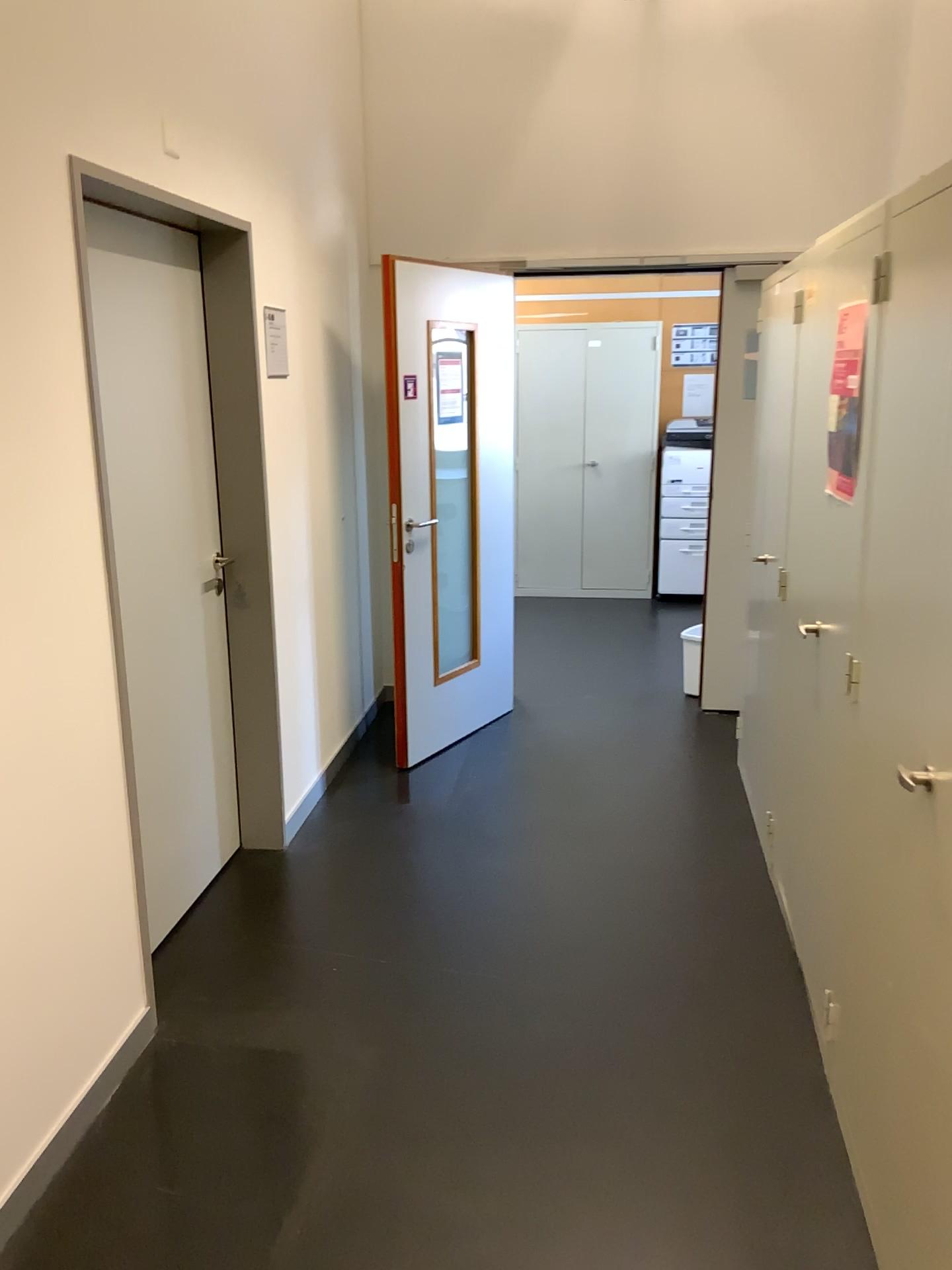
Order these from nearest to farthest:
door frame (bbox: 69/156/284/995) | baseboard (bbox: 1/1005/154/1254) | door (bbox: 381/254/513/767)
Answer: baseboard (bbox: 1/1005/154/1254)
door frame (bbox: 69/156/284/995)
door (bbox: 381/254/513/767)

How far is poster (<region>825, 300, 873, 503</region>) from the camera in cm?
221

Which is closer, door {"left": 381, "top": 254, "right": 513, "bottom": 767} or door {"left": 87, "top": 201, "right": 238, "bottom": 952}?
door {"left": 87, "top": 201, "right": 238, "bottom": 952}

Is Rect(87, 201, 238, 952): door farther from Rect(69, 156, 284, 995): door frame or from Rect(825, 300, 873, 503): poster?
Rect(825, 300, 873, 503): poster

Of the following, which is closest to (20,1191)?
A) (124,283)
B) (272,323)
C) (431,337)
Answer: (124,283)

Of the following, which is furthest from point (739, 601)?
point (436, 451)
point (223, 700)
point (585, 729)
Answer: point (223, 700)

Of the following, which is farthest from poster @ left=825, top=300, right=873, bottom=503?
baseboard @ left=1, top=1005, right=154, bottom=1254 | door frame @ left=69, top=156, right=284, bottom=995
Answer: baseboard @ left=1, top=1005, right=154, bottom=1254

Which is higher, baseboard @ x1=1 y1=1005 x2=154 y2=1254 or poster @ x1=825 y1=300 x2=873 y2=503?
poster @ x1=825 y1=300 x2=873 y2=503

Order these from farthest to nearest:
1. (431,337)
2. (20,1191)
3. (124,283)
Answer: (431,337) → (124,283) → (20,1191)

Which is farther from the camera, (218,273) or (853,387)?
(218,273)
